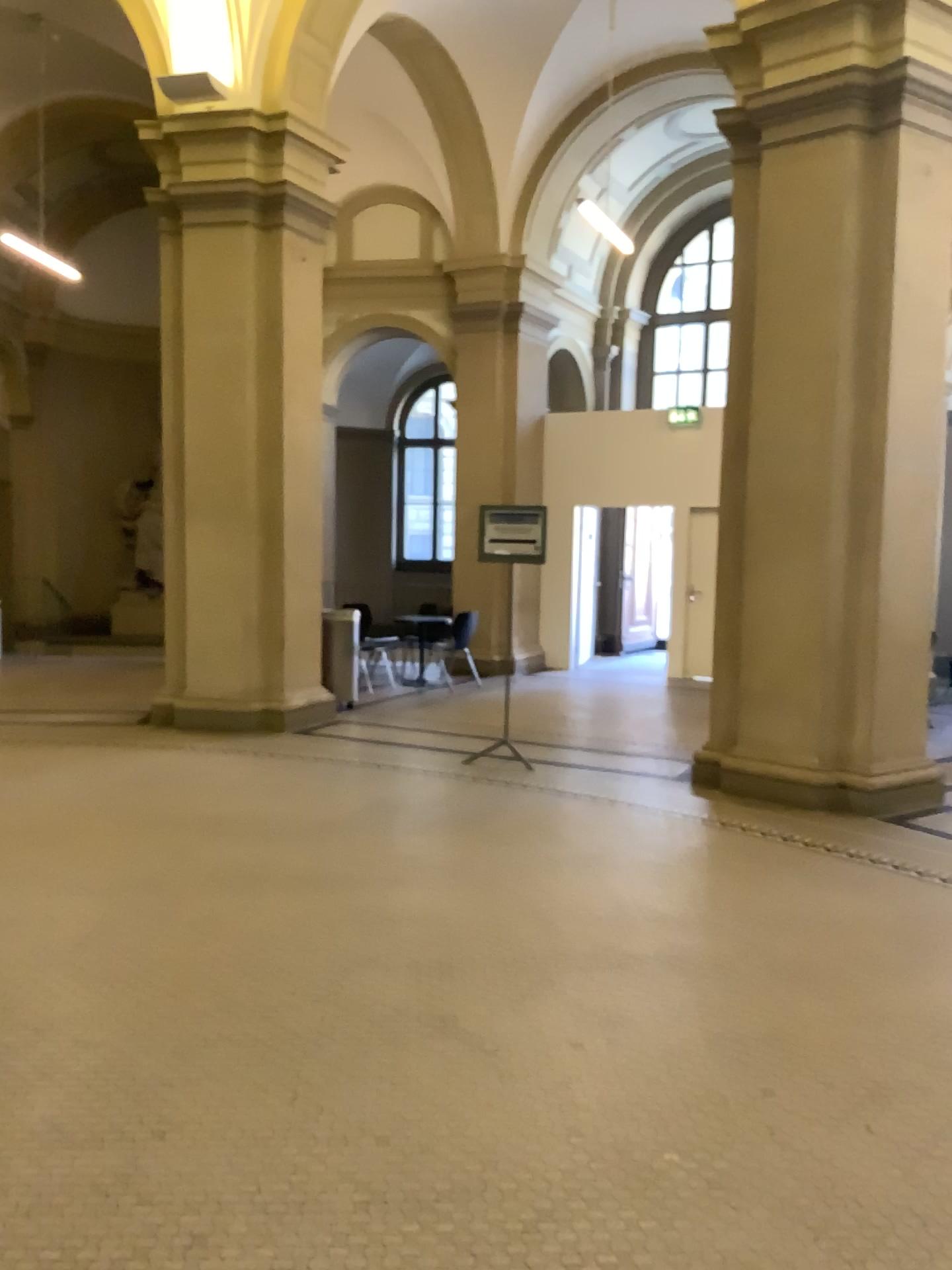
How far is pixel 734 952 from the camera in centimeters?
408cm
